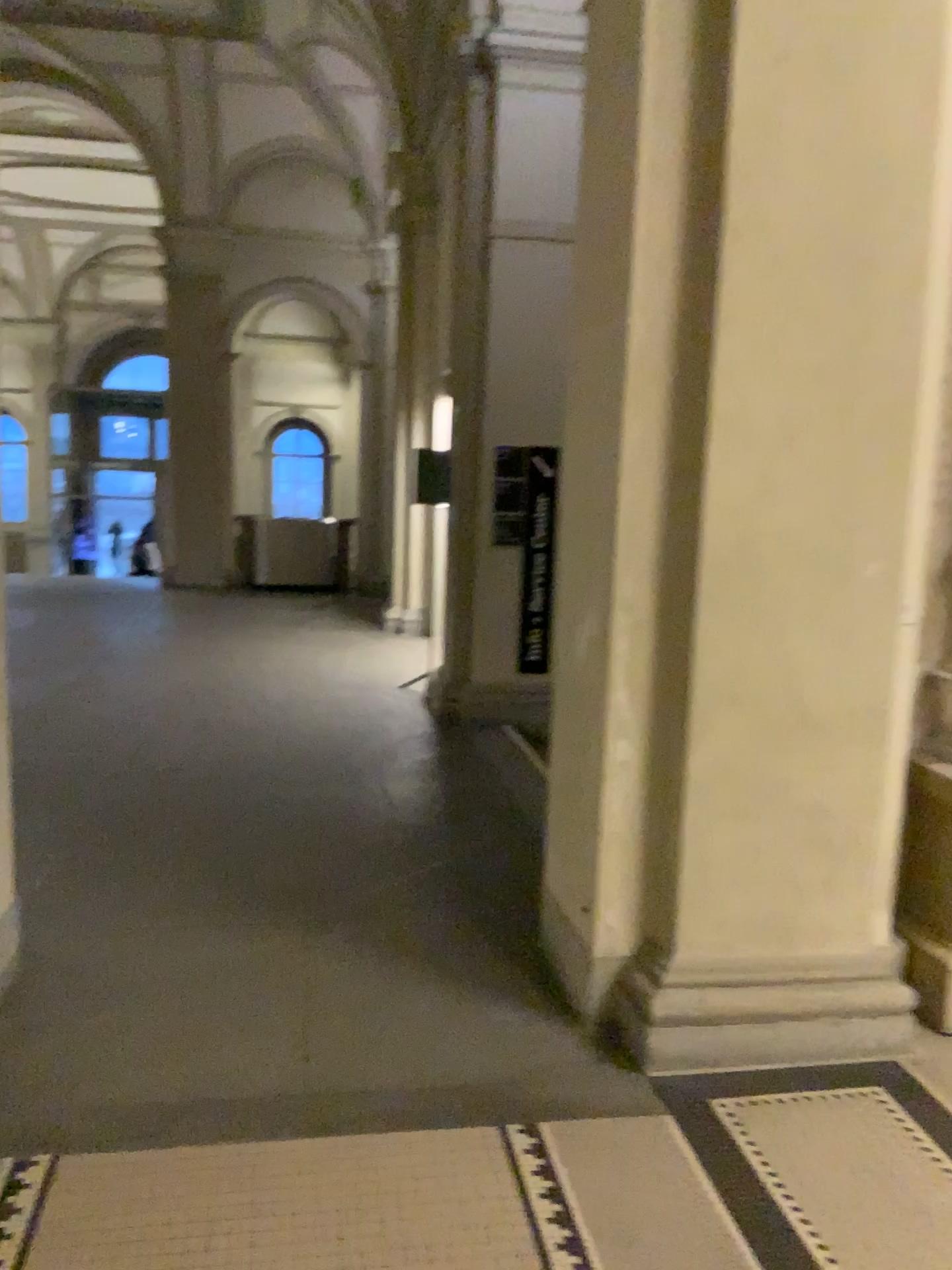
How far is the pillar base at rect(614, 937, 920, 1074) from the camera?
2.9 meters

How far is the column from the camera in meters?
2.7 m

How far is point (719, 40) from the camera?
2.7 meters

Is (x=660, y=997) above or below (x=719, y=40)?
below

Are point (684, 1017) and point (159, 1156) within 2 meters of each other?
yes

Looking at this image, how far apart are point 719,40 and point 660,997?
2.5 meters
